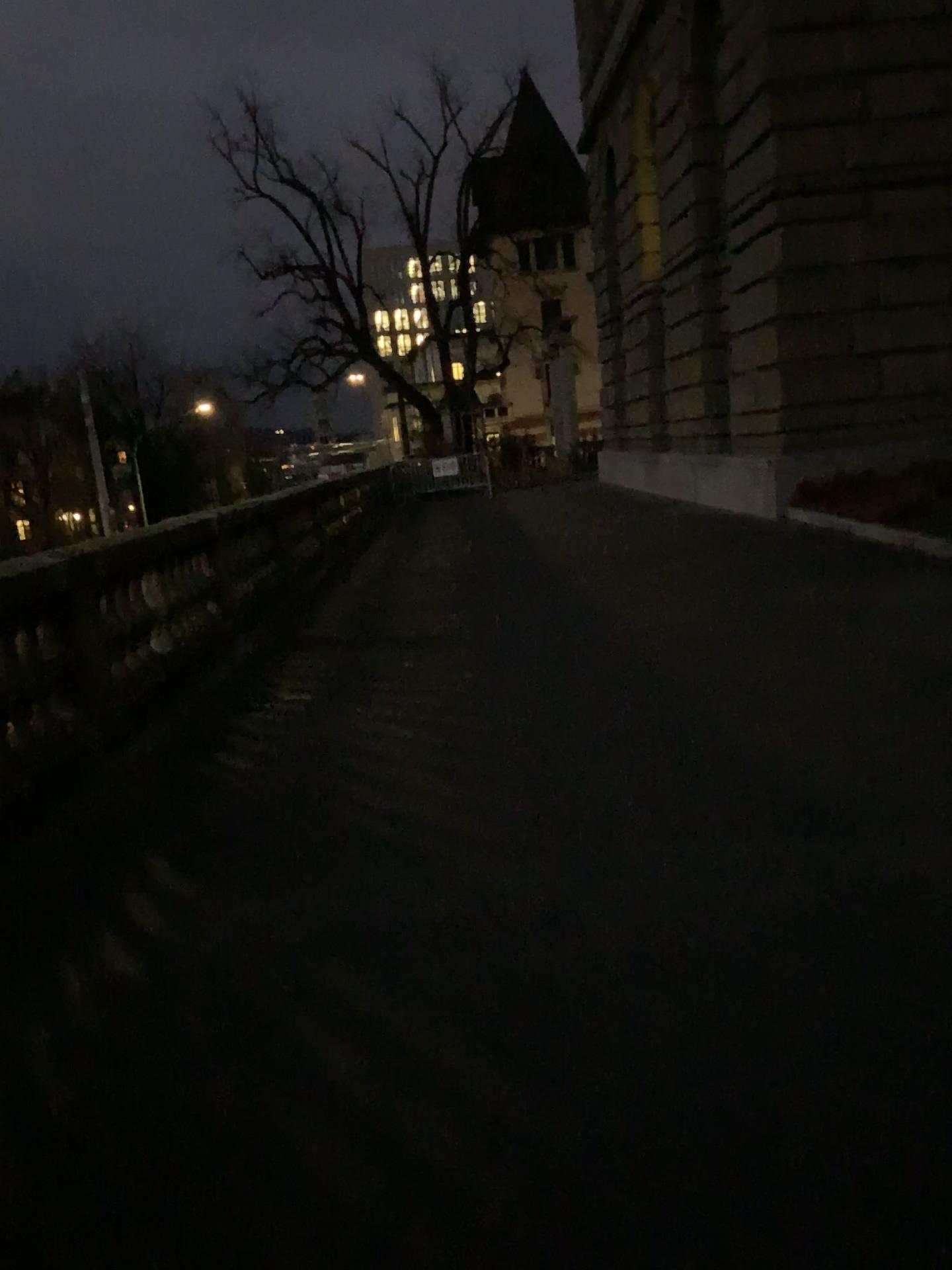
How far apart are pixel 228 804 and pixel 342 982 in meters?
1.8 m
